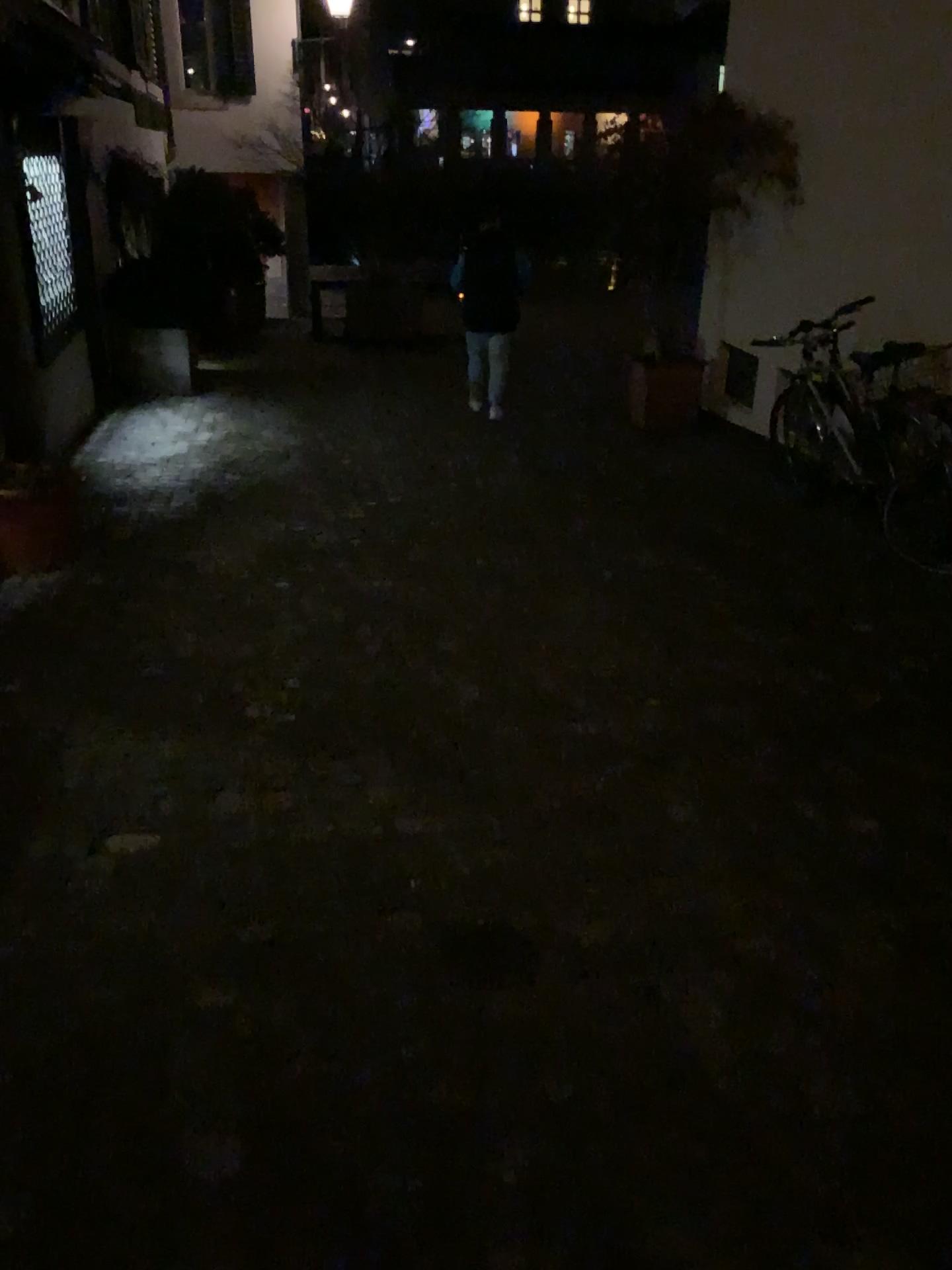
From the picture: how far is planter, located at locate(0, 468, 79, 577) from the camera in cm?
420

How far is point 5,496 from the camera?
4.2 meters

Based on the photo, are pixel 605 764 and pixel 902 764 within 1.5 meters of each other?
yes
